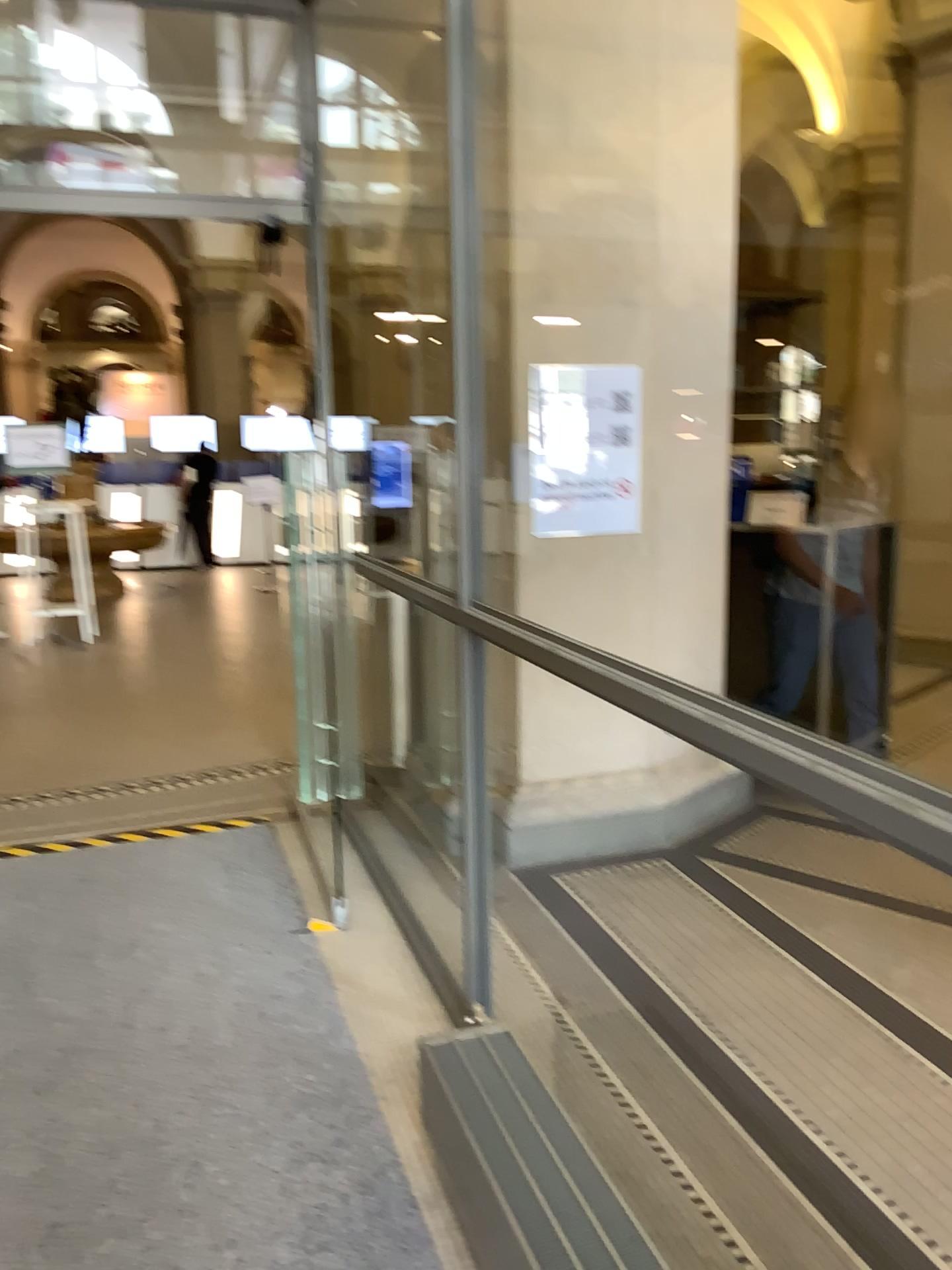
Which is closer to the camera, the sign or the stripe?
the stripe

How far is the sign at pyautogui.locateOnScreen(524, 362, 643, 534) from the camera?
3.8m

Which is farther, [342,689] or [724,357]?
[724,357]

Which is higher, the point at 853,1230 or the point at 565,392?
the point at 565,392

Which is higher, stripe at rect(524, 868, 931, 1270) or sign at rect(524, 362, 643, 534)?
sign at rect(524, 362, 643, 534)

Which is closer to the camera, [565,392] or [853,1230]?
[853,1230]

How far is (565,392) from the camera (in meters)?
3.80
